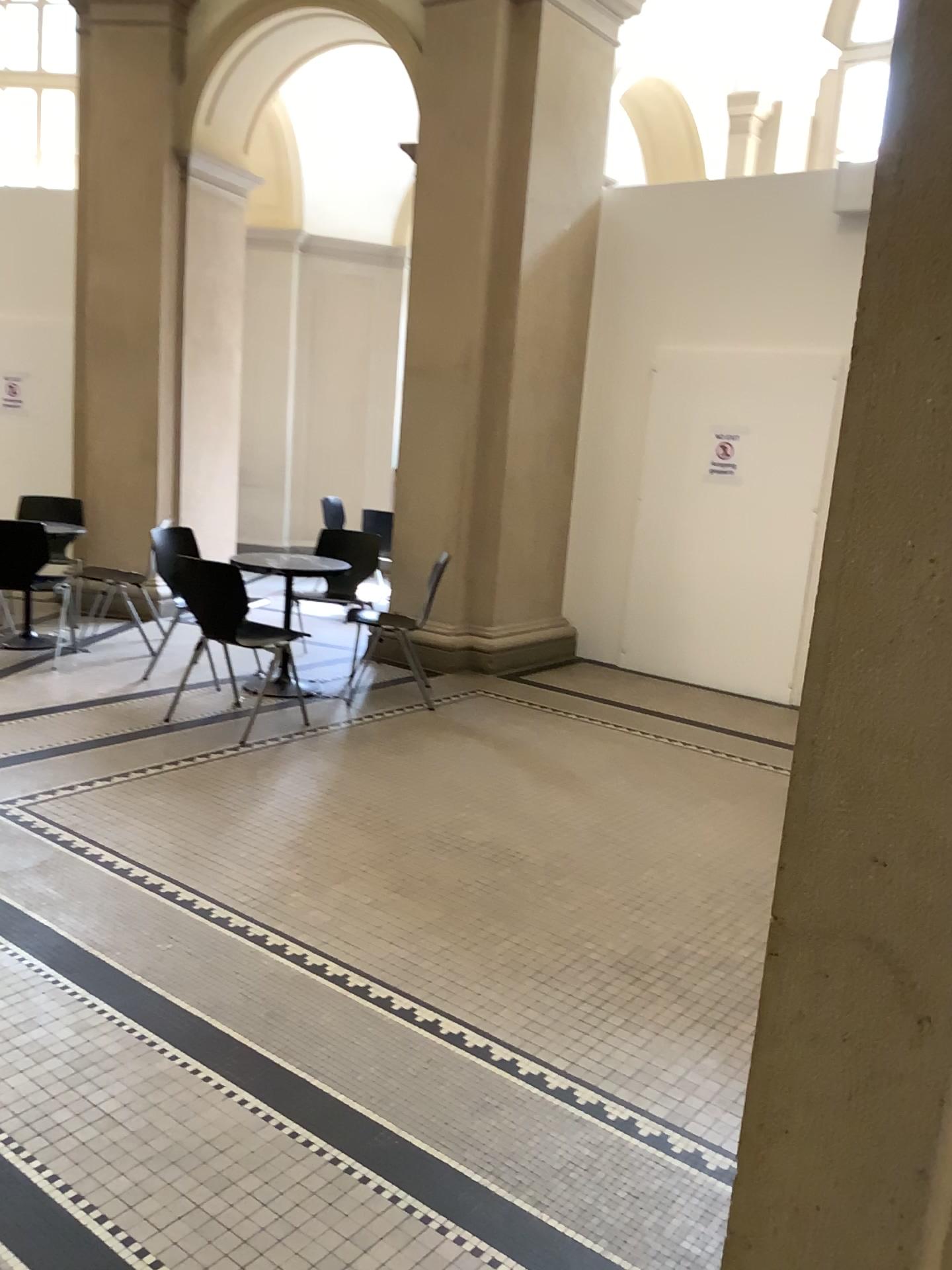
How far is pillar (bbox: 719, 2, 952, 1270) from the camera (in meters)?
0.87

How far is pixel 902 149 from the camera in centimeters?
87cm

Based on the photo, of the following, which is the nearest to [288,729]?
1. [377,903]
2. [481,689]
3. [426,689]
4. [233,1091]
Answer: [426,689]
